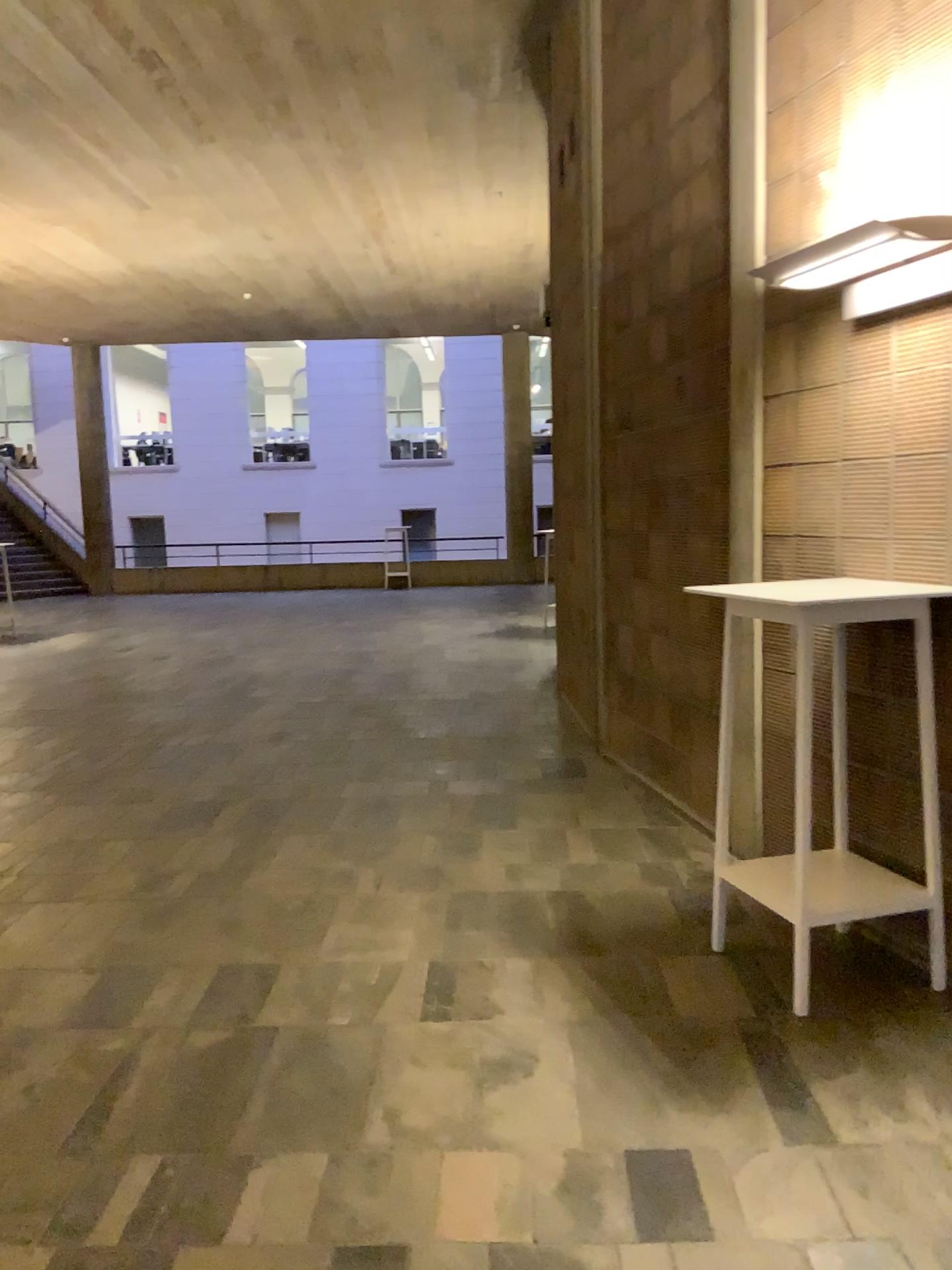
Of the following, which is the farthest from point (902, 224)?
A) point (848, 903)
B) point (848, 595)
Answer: point (848, 903)

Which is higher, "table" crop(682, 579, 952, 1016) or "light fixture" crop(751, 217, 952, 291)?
"light fixture" crop(751, 217, 952, 291)

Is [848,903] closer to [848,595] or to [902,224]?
[848,595]

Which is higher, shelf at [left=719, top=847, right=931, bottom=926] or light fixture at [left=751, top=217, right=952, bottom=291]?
light fixture at [left=751, top=217, right=952, bottom=291]

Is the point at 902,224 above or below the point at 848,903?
above

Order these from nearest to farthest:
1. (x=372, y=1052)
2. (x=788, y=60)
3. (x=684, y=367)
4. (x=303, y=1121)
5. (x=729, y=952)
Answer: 1. (x=303, y=1121)
2. (x=372, y=1052)
3. (x=729, y=952)
4. (x=788, y=60)
5. (x=684, y=367)

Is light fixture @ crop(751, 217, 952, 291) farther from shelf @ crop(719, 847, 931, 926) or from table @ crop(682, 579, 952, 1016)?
shelf @ crop(719, 847, 931, 926)

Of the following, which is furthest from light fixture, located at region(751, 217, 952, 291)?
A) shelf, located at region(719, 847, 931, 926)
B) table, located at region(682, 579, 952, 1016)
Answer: shelf, located at region(719, 847, 931, 926)
